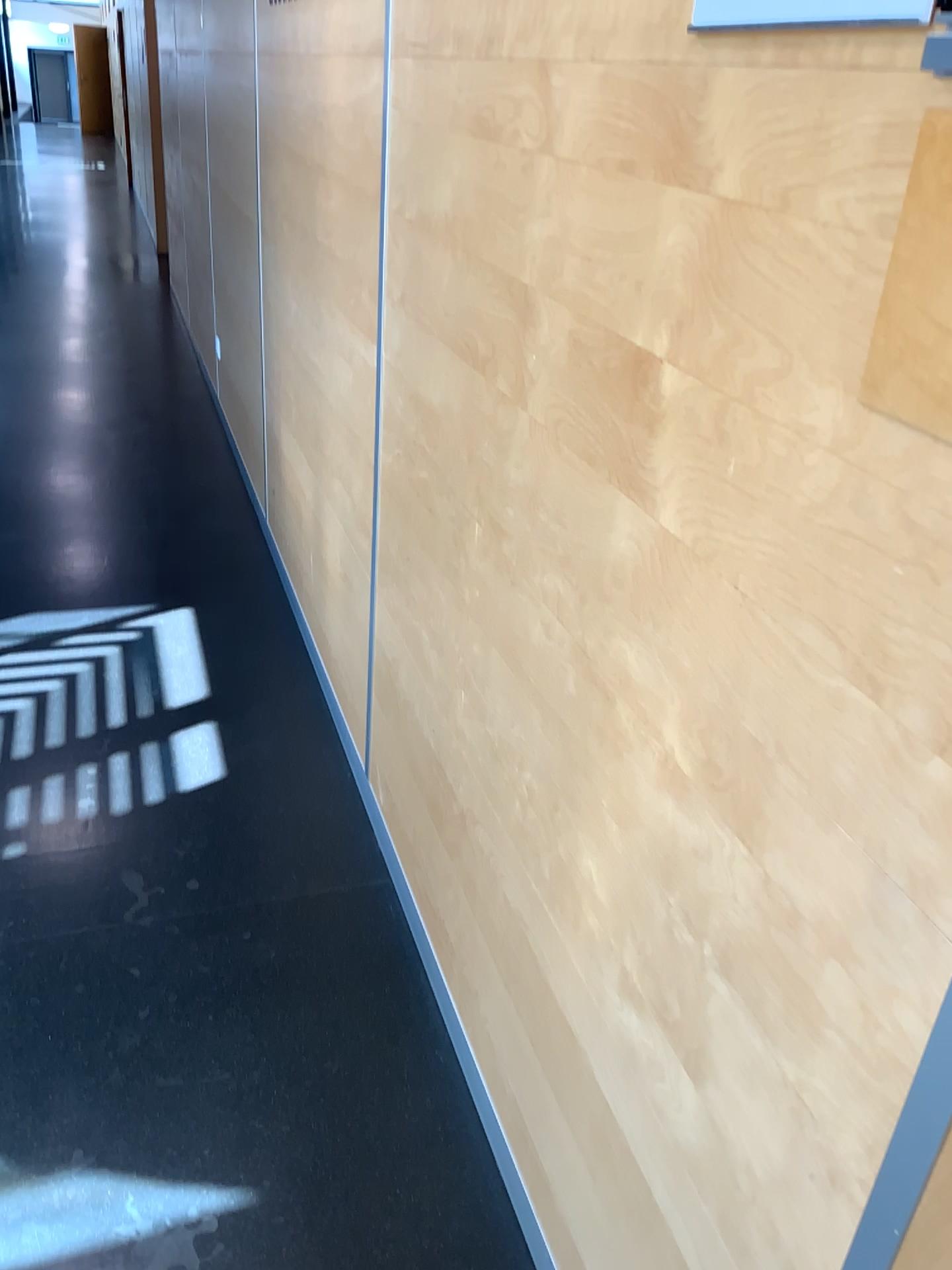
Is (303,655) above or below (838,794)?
below
